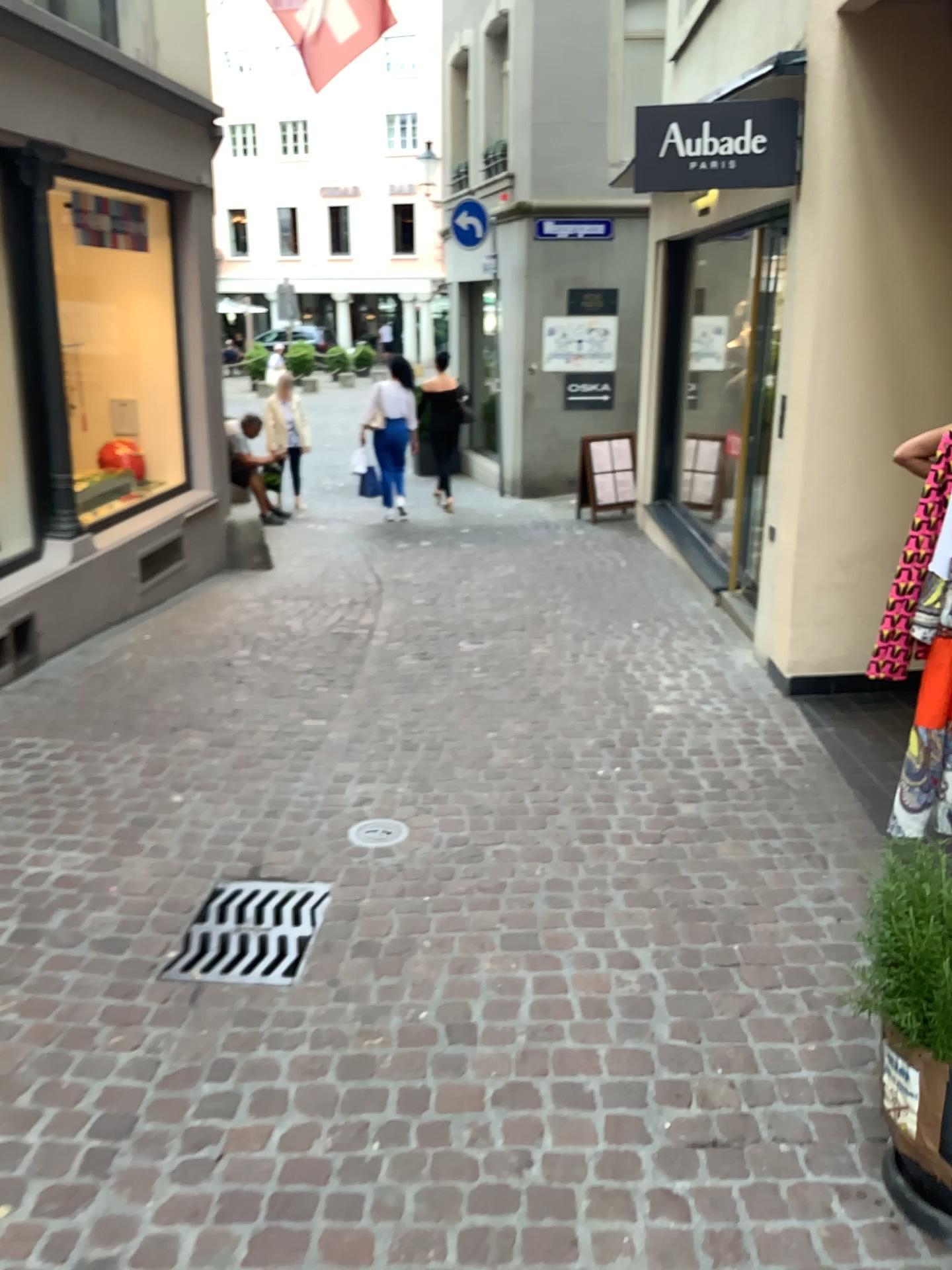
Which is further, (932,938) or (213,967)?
(213,967)

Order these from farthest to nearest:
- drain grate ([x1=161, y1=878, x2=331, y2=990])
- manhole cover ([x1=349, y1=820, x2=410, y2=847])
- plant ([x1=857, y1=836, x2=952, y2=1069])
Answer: manhole cover ([x1=349, y1=820, x2=410, y2=847])
drain grate ([x1=161, y1=878, x2=331, y2=990])
plant ([x1=857, y1=836, x2=952, y2=1069])

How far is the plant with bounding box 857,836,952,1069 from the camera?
1.8 meters

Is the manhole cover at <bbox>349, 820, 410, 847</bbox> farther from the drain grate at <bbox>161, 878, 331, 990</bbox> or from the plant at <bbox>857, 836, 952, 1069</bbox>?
the plant at <bbox>857, 836, 952, 1069</bbox>

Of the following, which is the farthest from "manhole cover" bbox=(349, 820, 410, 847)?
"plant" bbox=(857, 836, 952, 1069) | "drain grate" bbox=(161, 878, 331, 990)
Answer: "plant" bbox=(857, 836, 952, 1069)

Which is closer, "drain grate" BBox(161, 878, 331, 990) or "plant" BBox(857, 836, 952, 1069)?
"plant" BBox(857, 836, 952, 1069)

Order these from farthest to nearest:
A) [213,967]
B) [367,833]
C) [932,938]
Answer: [367,833], [213,967], [932,938]

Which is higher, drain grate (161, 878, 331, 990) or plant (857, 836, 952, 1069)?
plant (857, 836, 952, 1069)

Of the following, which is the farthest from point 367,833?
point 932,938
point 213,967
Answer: point 932,938

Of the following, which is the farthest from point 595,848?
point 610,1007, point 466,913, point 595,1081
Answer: point 595,1081
